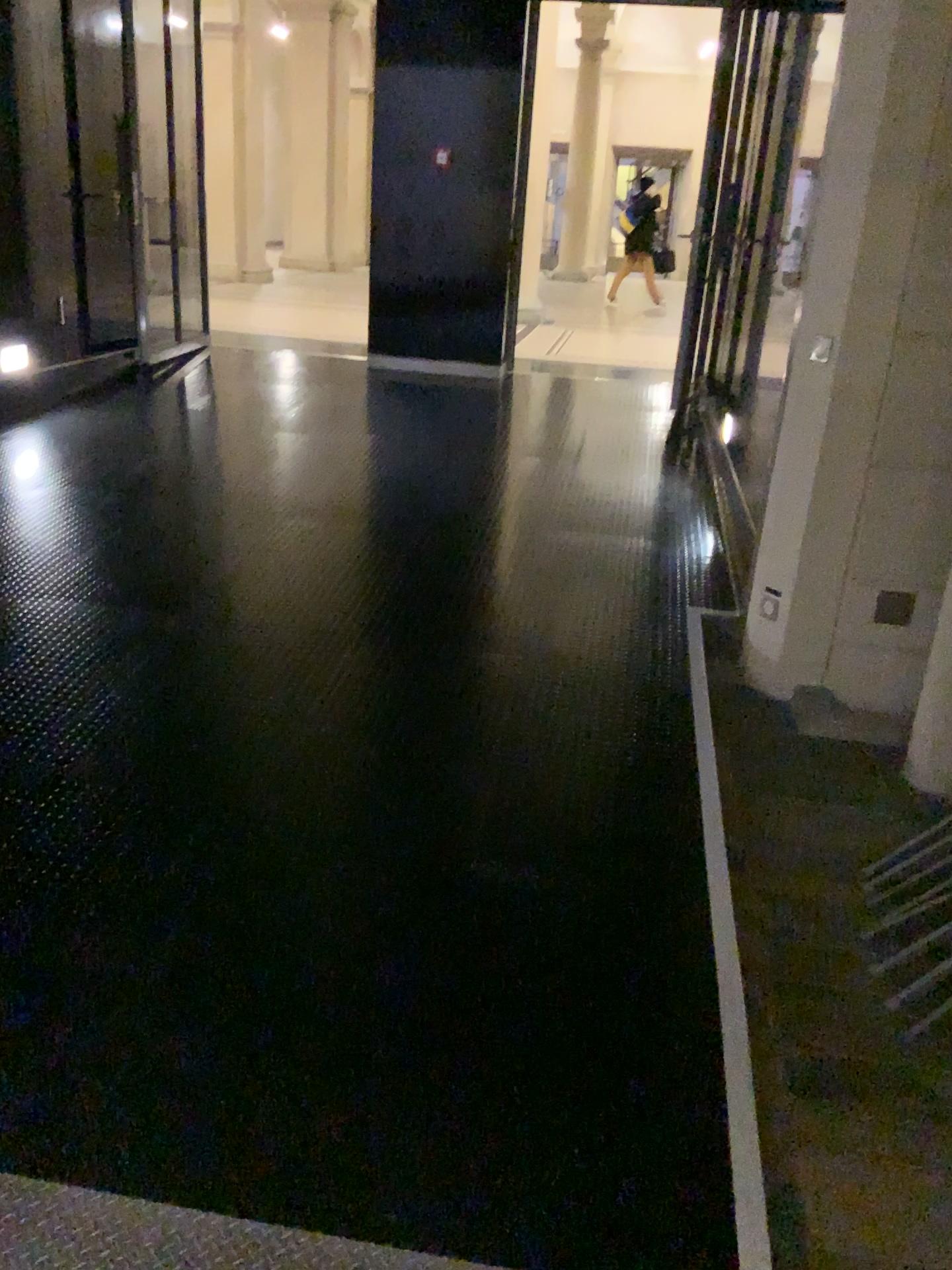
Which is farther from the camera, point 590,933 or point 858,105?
point 858,105
